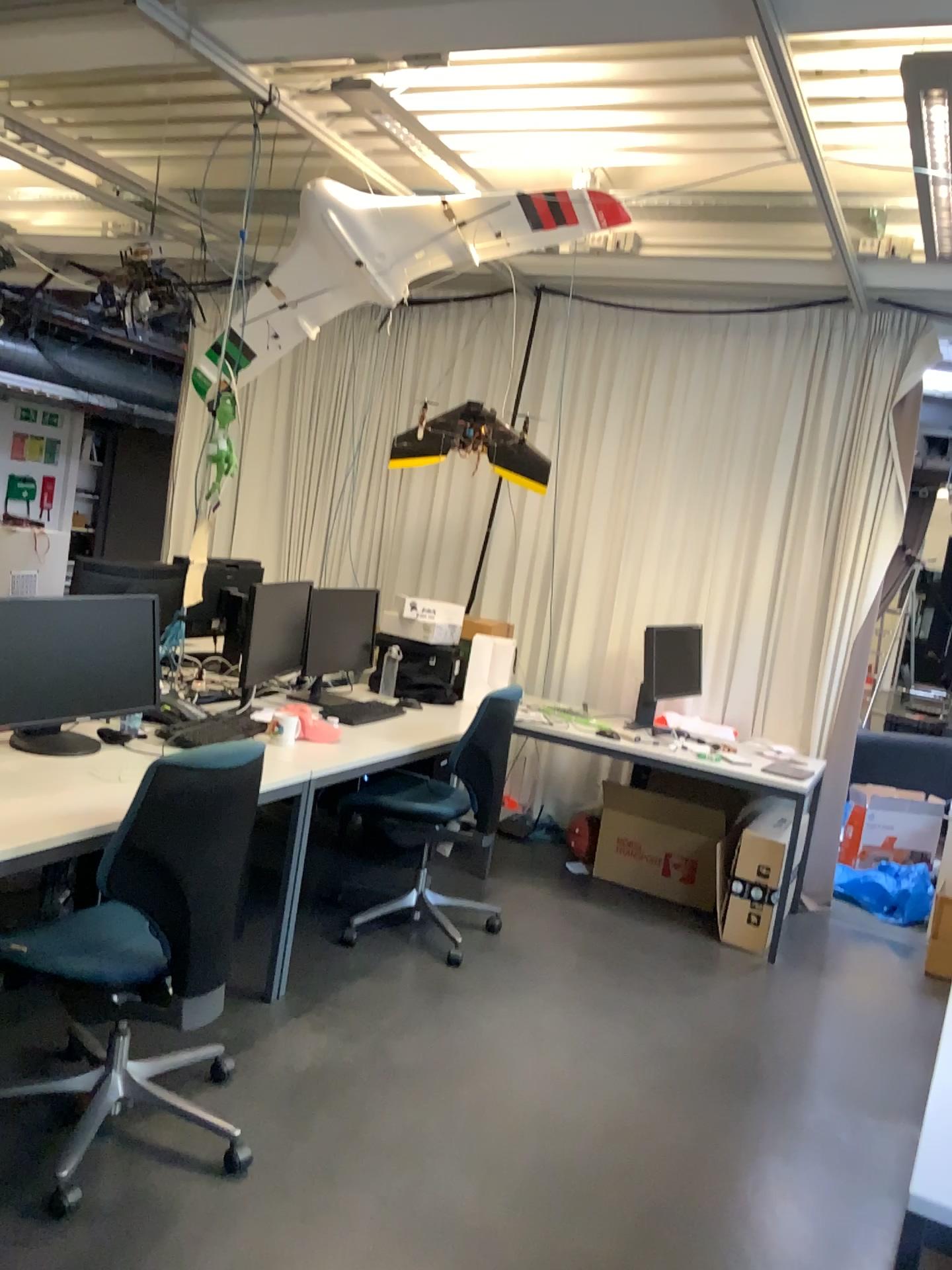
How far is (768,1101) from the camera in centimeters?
312cm

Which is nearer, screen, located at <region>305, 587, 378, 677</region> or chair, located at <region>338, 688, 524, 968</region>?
chair, located at <region>338, 688, 524, 968</region>

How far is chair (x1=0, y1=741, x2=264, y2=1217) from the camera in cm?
226

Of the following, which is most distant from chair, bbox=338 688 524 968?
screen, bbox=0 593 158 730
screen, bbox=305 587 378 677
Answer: screen, bbox=0 593 158 730

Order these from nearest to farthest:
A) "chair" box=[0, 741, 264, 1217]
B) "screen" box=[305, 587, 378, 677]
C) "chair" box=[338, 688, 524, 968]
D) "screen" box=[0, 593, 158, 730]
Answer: "chair" box=[0, 741, 264, 1217], "screen" box=[0, 593, 158, 730], "chair" box=[338, 688, 524, 968], "screen" box=[305, 587, 378, 677]

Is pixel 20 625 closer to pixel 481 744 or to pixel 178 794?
pixel 178 794

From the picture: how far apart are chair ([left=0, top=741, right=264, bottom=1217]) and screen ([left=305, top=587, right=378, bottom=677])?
2.1 meters

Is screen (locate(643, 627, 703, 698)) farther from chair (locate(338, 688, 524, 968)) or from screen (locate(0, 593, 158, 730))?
screen (locate(0, 593, 158, 730))

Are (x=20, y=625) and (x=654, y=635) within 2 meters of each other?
no

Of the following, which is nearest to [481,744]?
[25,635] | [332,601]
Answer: [332,601]
